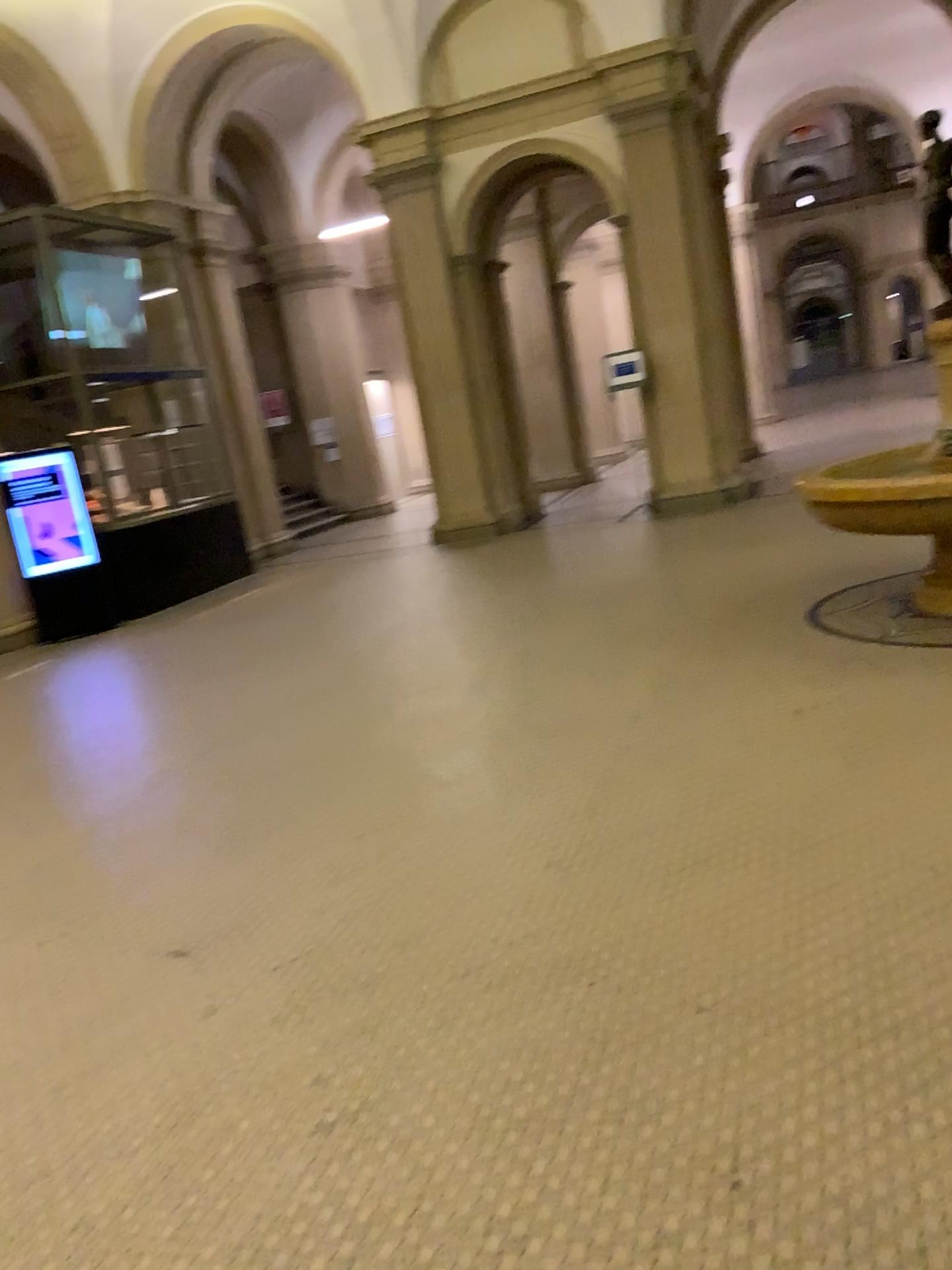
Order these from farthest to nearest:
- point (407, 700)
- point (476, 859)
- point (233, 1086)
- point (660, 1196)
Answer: point (407, 700)
point (476, 859)
point (233, 1086)
point (660, 1196)
